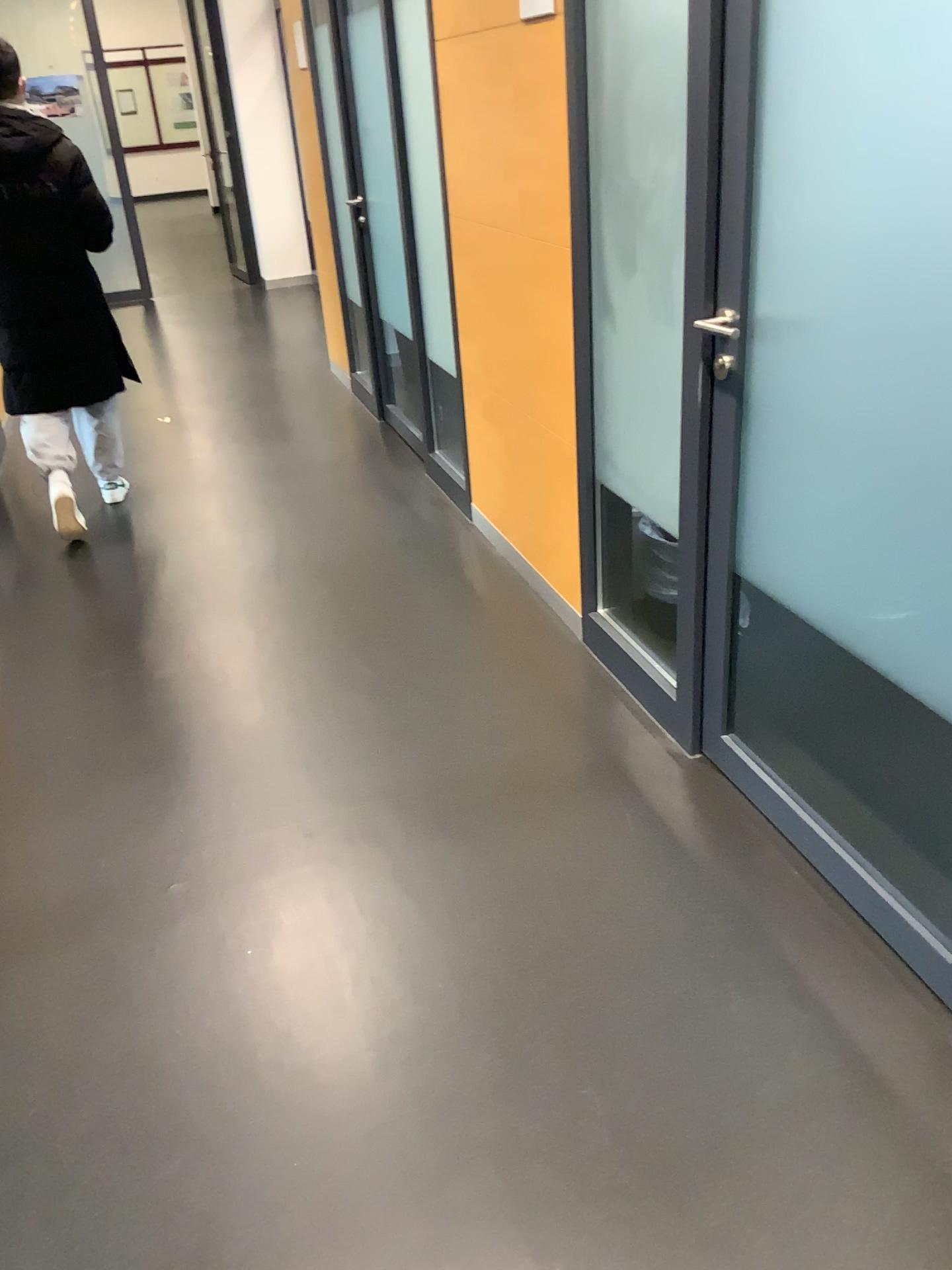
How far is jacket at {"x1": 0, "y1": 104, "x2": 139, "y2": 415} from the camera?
3.7 meters

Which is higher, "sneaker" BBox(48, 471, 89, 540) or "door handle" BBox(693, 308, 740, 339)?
"door handle" BBox(693, 308, 740, 339)

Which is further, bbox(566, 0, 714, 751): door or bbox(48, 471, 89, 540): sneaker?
bbox(48, 471, 89, 540): sneaker

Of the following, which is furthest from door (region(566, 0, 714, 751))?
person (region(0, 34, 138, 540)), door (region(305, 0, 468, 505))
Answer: person (region(0, 34, 138, 540))

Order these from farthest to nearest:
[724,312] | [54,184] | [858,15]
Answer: [54,184] → [724,312] → [858,15]

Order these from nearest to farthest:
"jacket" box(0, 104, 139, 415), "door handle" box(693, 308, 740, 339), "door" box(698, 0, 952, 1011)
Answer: "door" box(698, 0, 952, 1011) < "door handle" box(693, 308, 740, 339) < "jacket" box(0, 104, 139, 415)

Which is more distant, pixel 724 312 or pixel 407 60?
pixel 407 60

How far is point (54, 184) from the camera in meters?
3.7 m

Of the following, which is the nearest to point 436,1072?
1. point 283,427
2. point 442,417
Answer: point 442,417

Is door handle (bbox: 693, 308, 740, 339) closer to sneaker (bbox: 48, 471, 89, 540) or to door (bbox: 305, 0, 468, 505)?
door (bbox: 305, 0, 468, 505)
